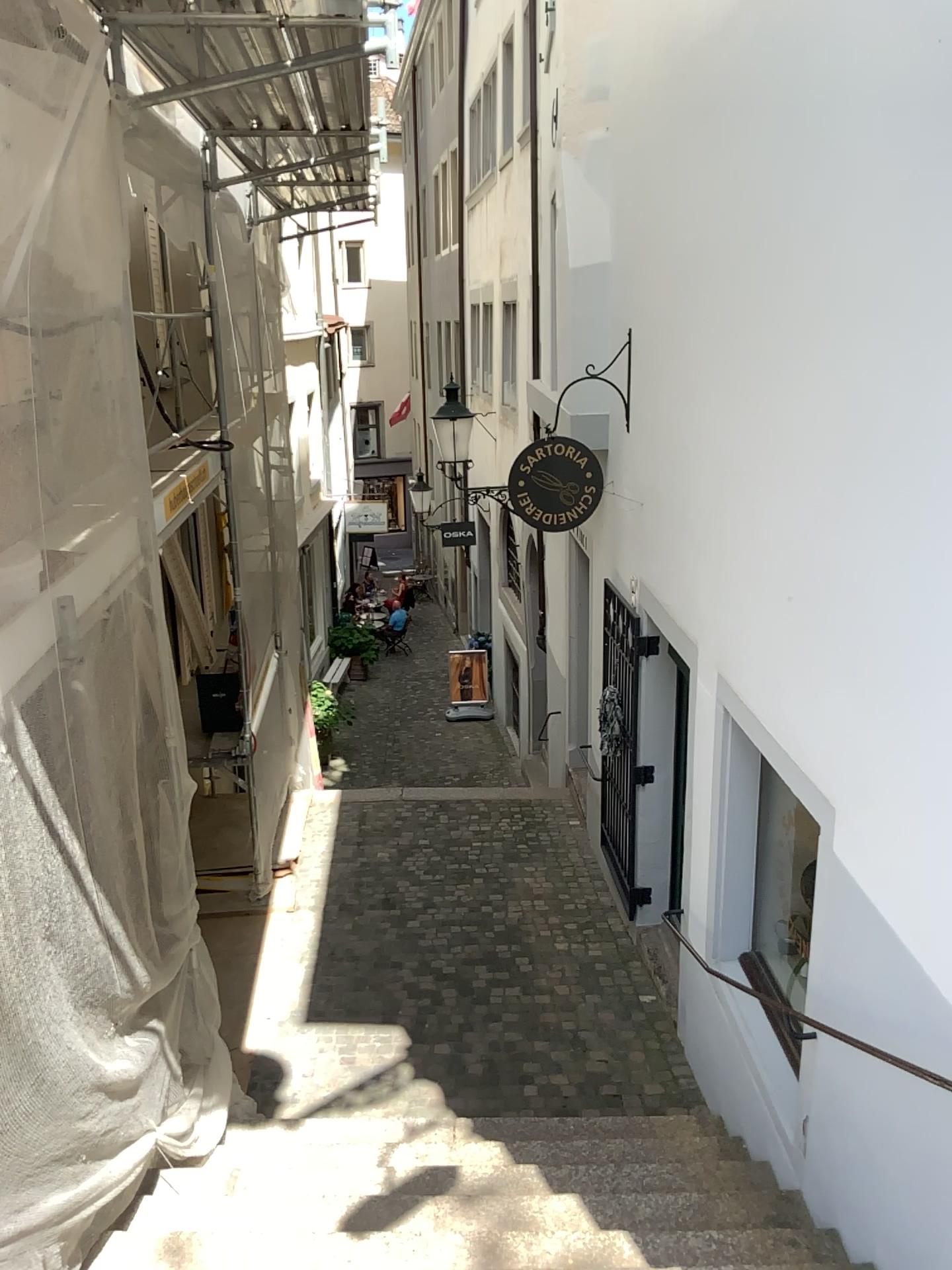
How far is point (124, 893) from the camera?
3.44m
